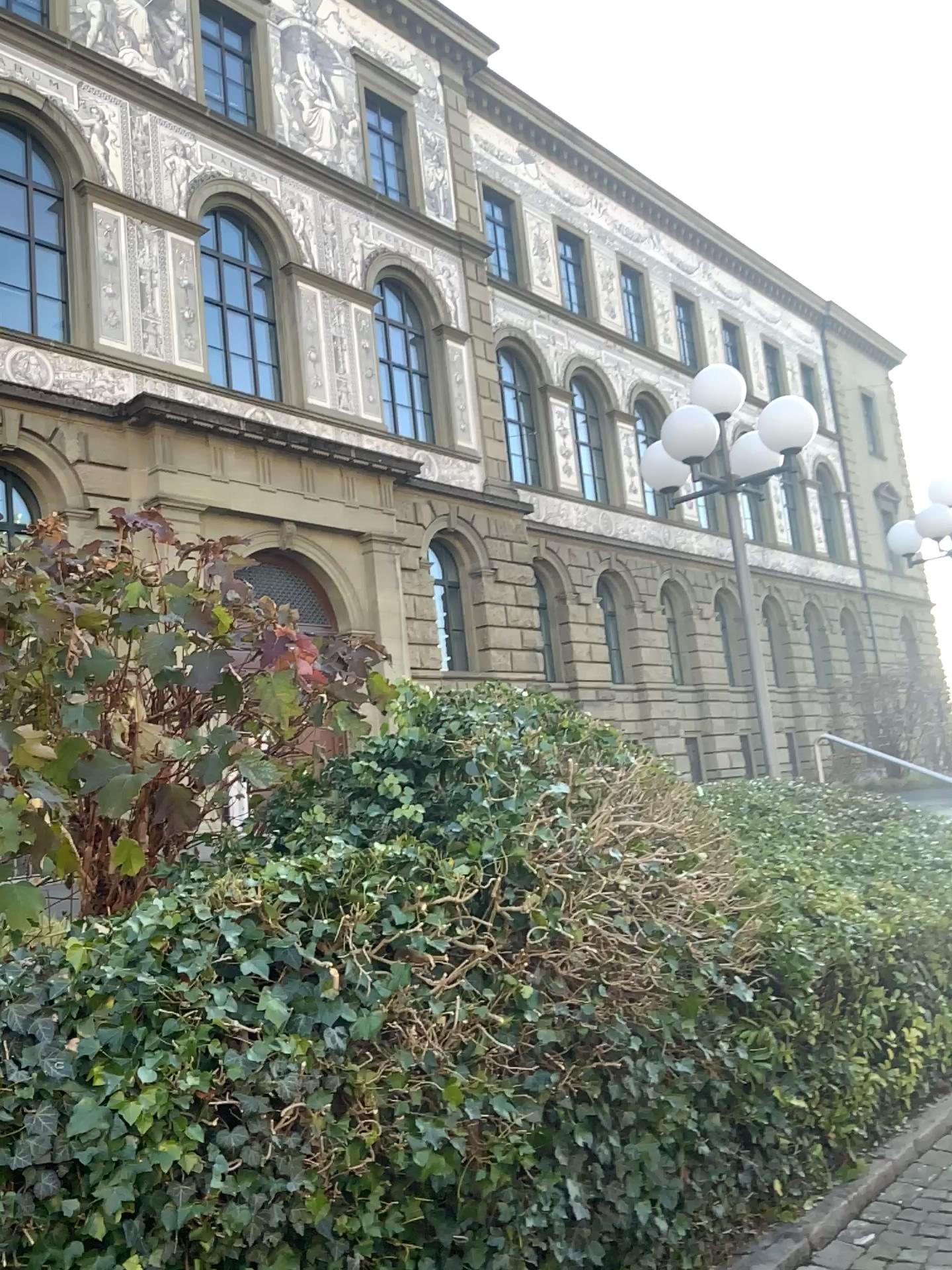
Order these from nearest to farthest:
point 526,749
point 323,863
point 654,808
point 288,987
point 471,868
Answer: point 288,987
point 323,863
point 471,868
point 526,749
point 654,808
